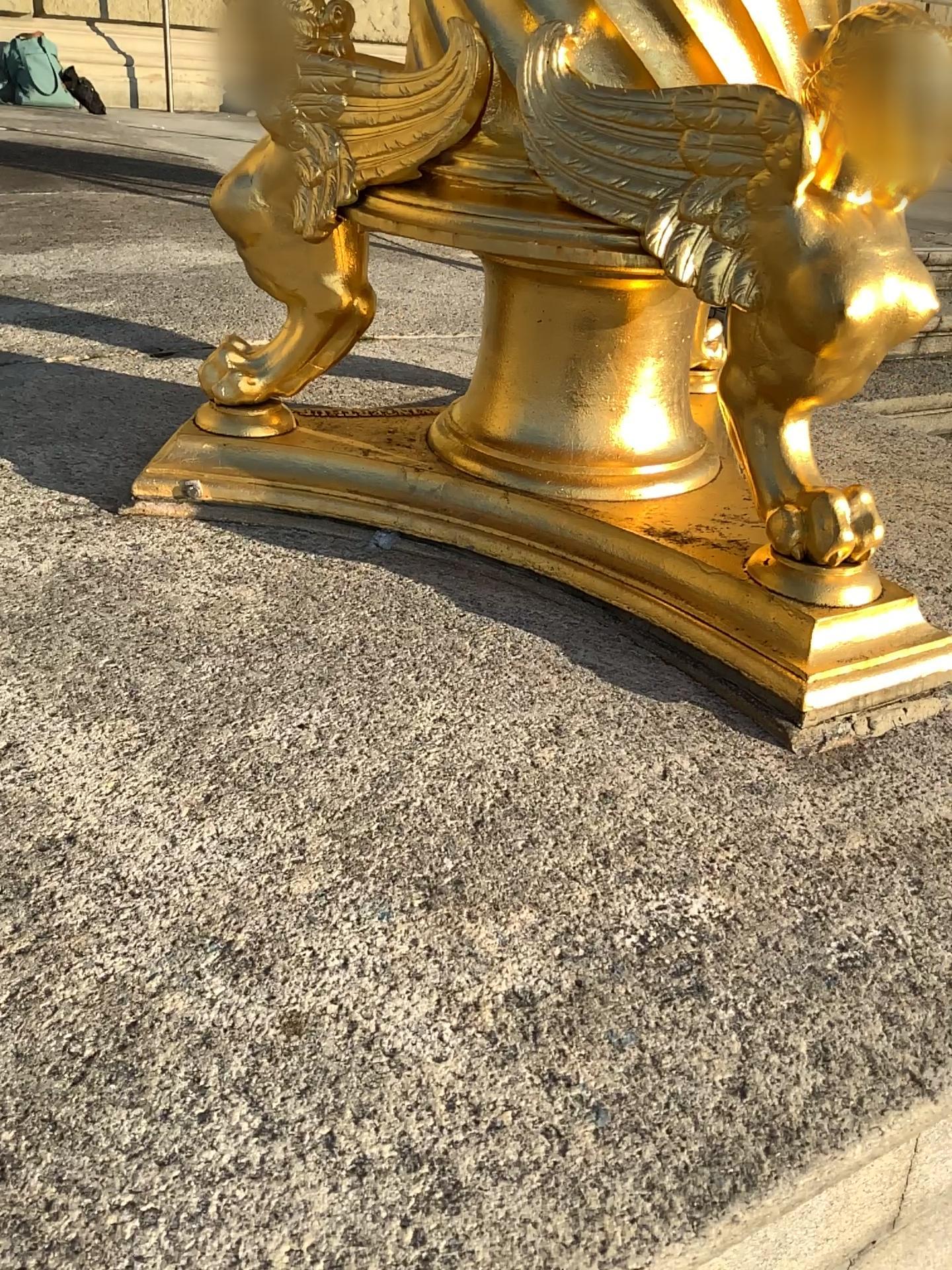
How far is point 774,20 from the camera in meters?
0.8

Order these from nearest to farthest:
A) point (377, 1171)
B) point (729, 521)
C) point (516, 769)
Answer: point (377, 1171)
point (516, 769)
point (729, 521)

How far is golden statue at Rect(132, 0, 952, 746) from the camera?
0.77m
